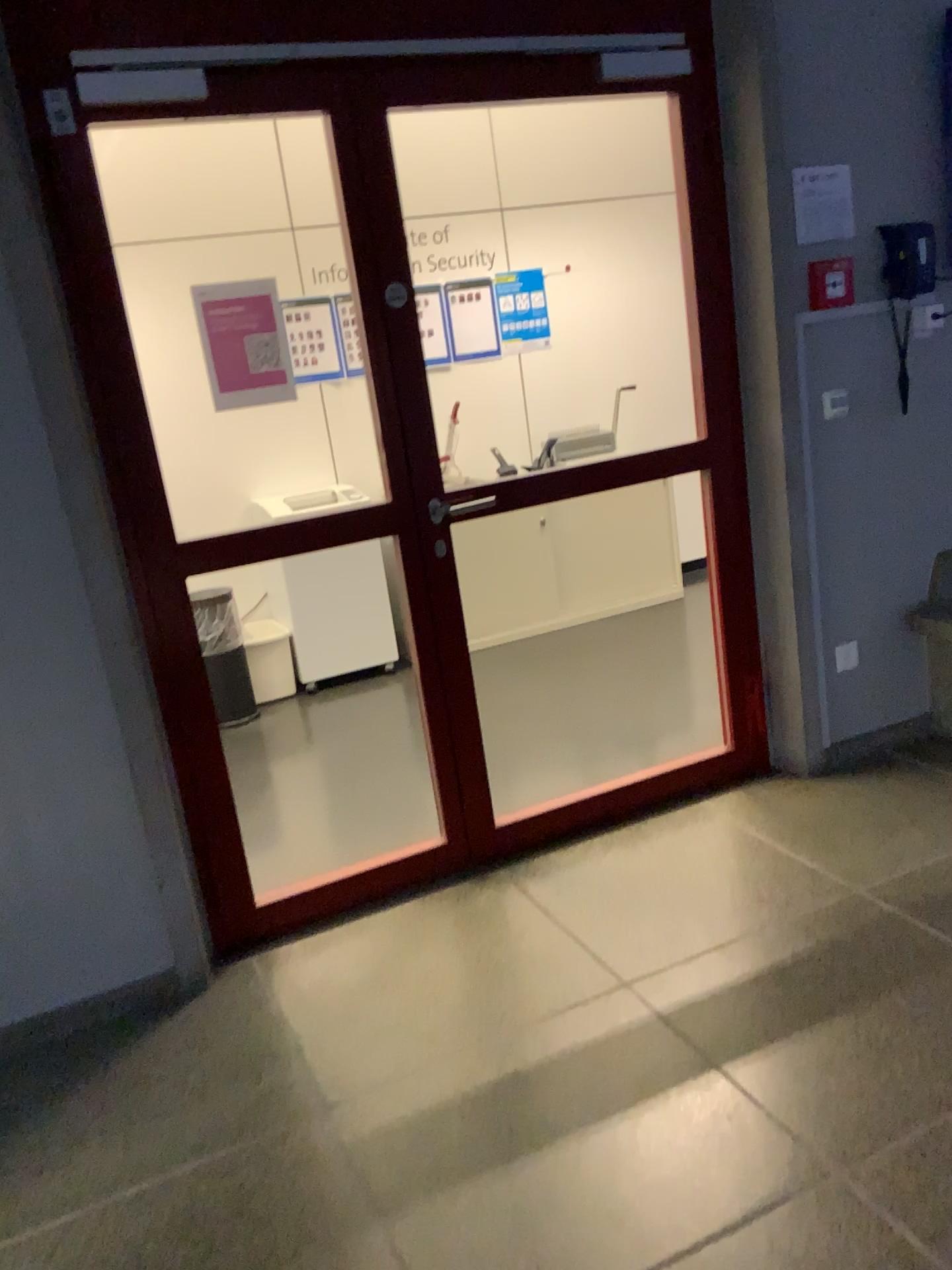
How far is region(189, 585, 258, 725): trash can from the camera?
4.6m

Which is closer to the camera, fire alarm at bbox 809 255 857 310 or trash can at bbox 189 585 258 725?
fire alarm at bbox 809 255 857 310

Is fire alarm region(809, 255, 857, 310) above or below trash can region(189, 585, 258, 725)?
above

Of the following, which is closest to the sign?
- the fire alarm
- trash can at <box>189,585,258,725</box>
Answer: the fire alarm

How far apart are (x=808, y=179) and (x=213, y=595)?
2.9m

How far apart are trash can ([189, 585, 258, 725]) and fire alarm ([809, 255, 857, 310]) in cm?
272

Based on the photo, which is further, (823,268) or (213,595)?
(213,595)

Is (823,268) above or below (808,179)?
below

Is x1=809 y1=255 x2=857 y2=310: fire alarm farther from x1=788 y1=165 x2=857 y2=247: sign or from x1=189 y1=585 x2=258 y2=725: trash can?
x1=189 y1=585 x2=258 y2=725: trash can

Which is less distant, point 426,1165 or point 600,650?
point 426,1165
